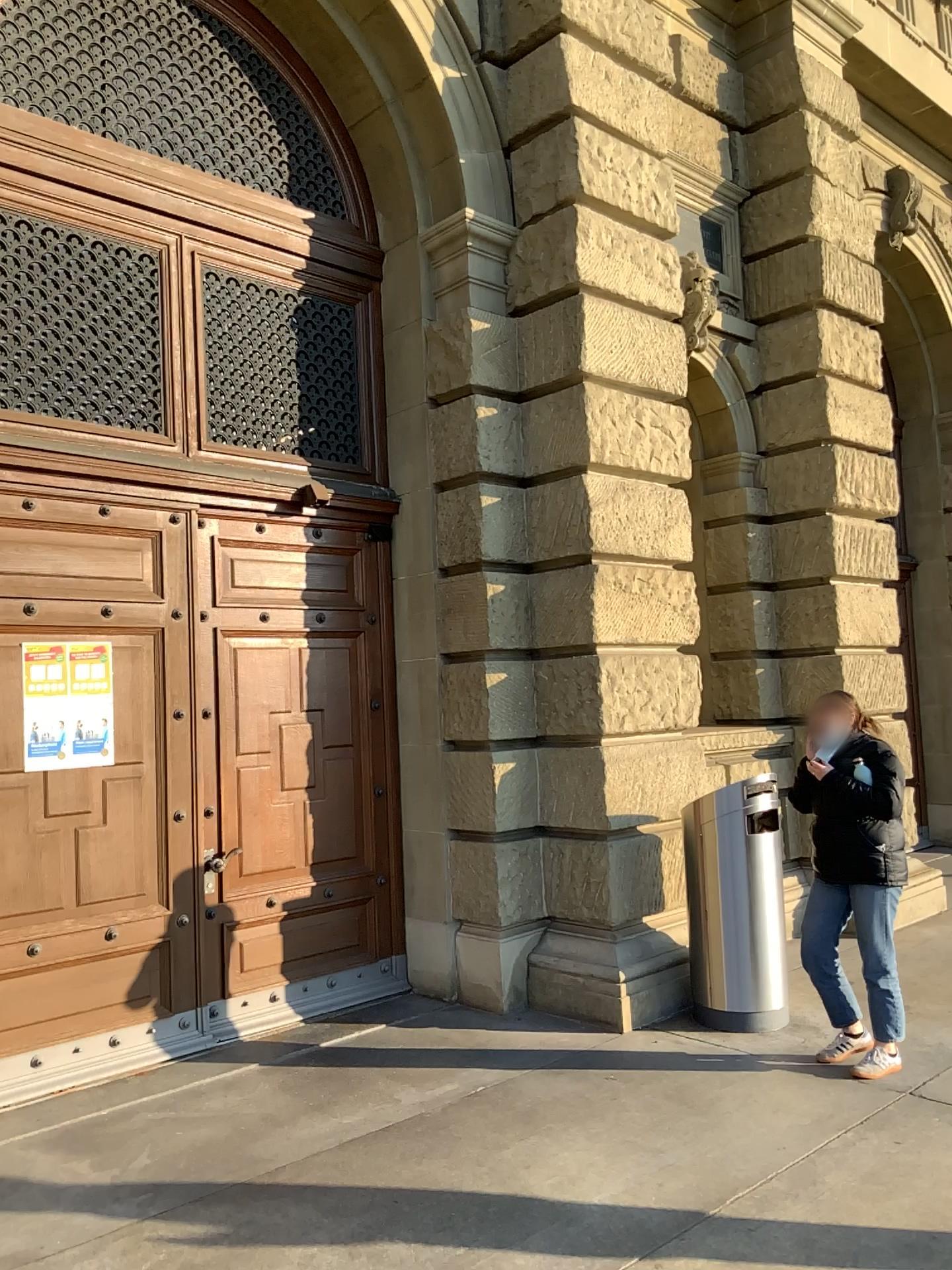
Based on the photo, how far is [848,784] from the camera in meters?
4.7 m

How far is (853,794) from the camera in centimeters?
465cm

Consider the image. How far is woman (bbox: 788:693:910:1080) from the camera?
4.66m

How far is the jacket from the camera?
4.6 meters

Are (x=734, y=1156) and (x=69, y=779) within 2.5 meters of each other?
no
